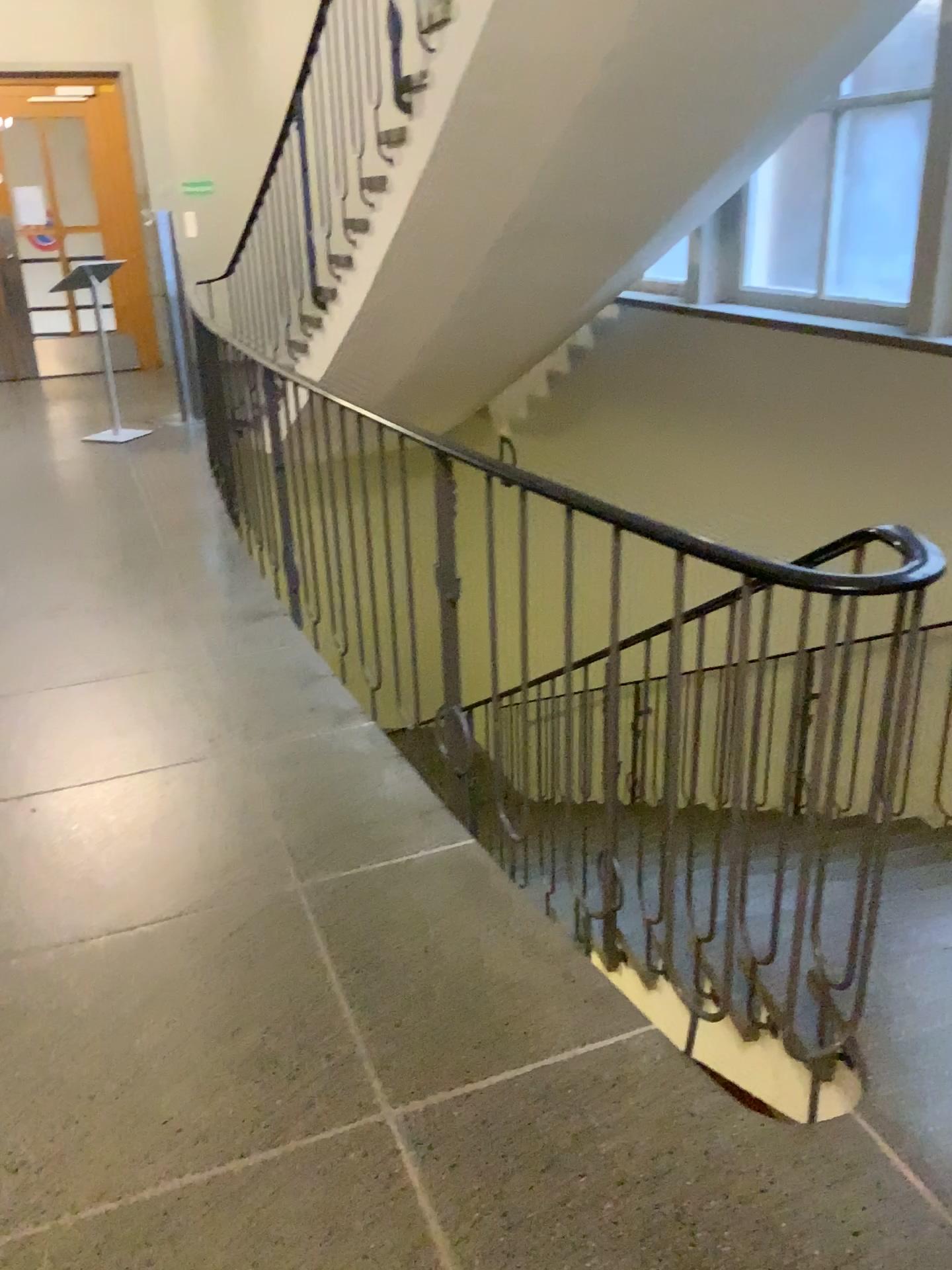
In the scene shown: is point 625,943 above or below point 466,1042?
below
